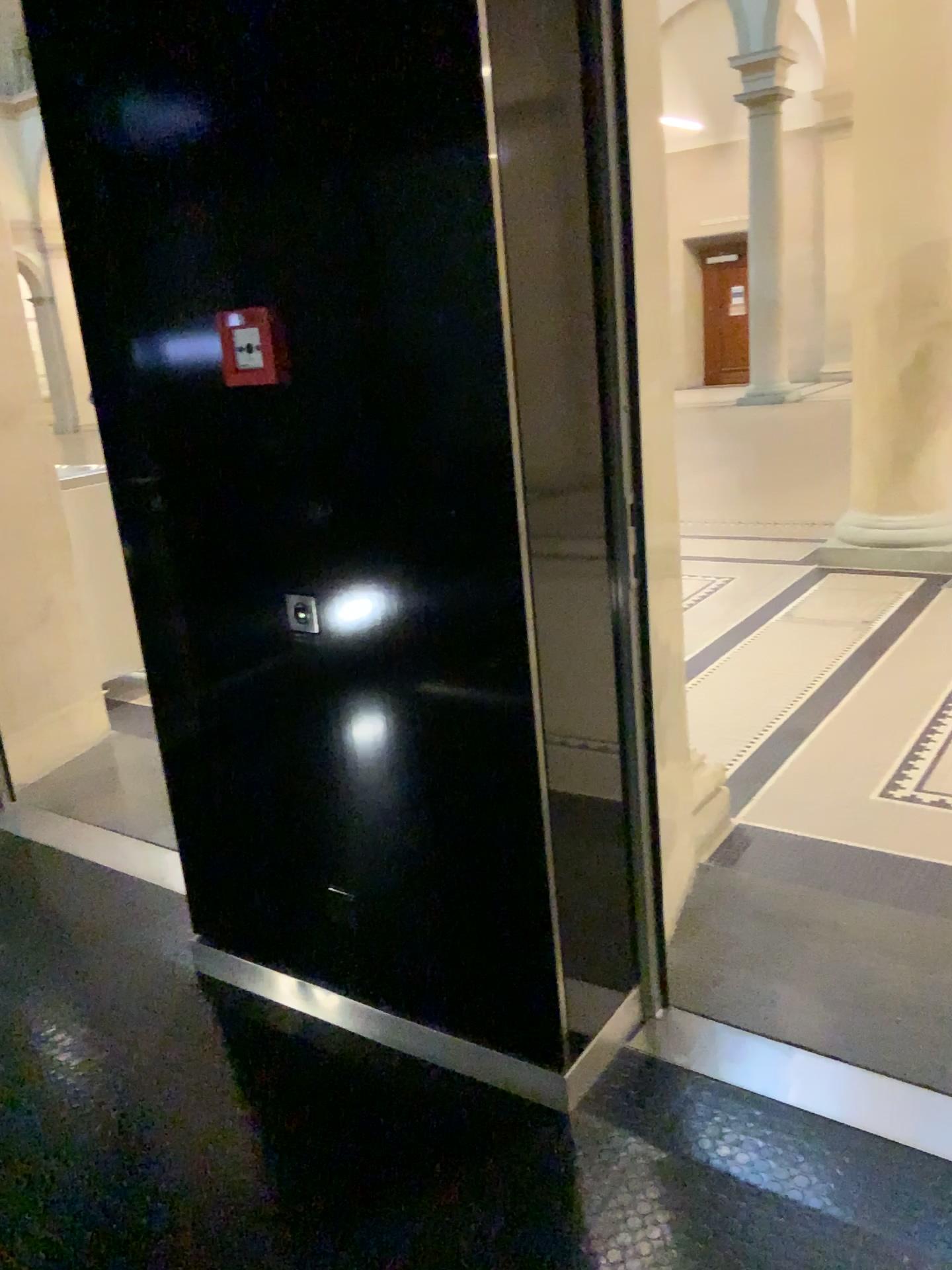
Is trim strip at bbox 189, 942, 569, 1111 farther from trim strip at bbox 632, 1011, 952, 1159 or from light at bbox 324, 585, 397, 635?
light at bbox 324, 585, 397, 635

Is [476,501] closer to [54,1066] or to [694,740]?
[54,1066]

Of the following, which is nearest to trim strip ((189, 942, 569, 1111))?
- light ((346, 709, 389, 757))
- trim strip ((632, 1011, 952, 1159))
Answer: trim strip ((632, 1011, 952, 1159))

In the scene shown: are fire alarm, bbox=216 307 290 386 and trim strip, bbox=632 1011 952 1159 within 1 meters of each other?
no

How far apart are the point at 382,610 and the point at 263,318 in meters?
0.6

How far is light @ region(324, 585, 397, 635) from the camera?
1.9m

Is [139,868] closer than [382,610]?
No

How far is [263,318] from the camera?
1.89m

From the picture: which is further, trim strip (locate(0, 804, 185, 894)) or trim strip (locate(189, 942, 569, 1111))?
trim strip (locate(0, 804, 185, 894))

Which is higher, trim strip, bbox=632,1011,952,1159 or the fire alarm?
the fire alarm
